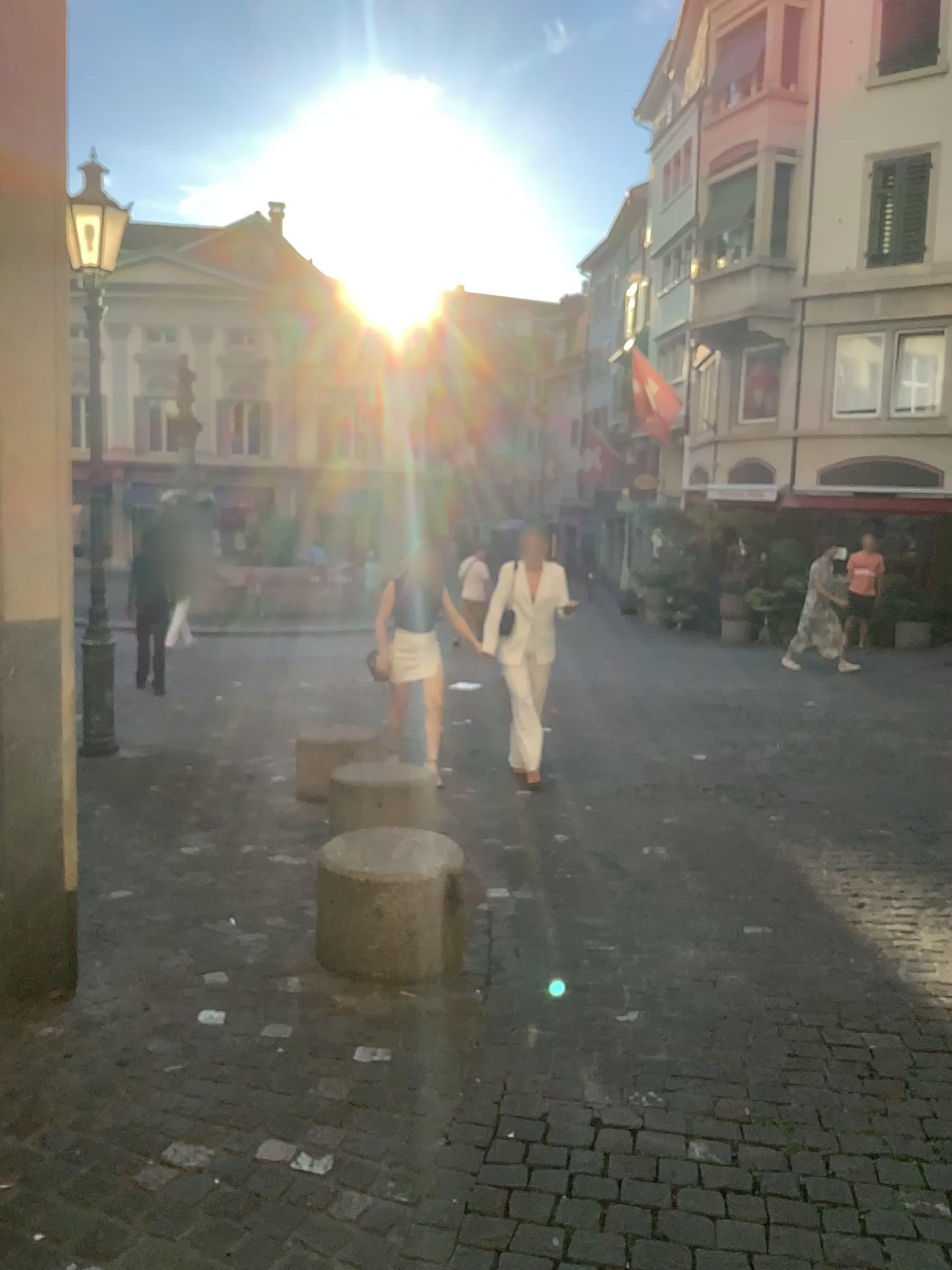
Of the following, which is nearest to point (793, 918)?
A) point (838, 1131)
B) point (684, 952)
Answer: point (684, 952)
